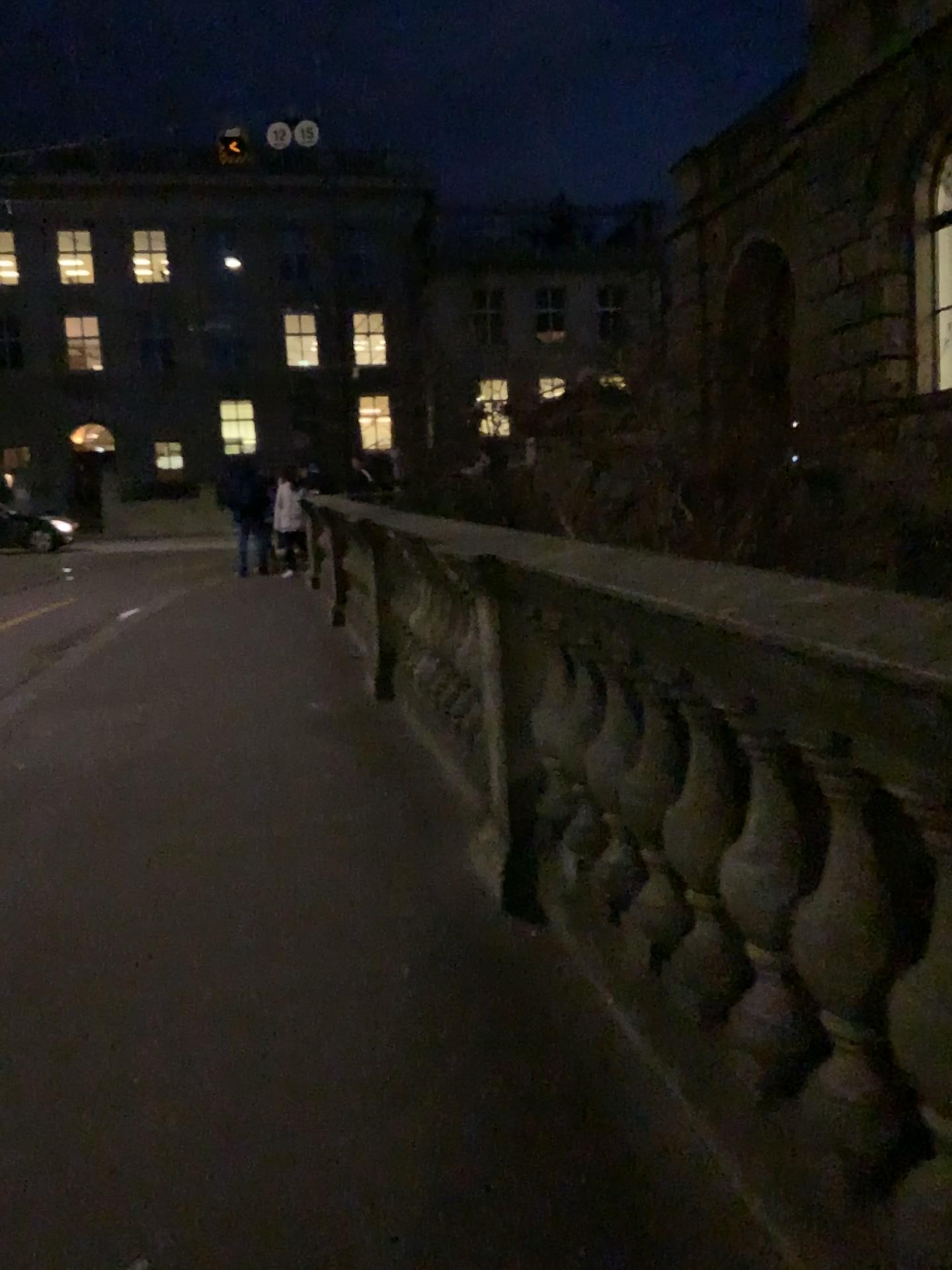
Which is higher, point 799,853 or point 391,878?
point 799,853
